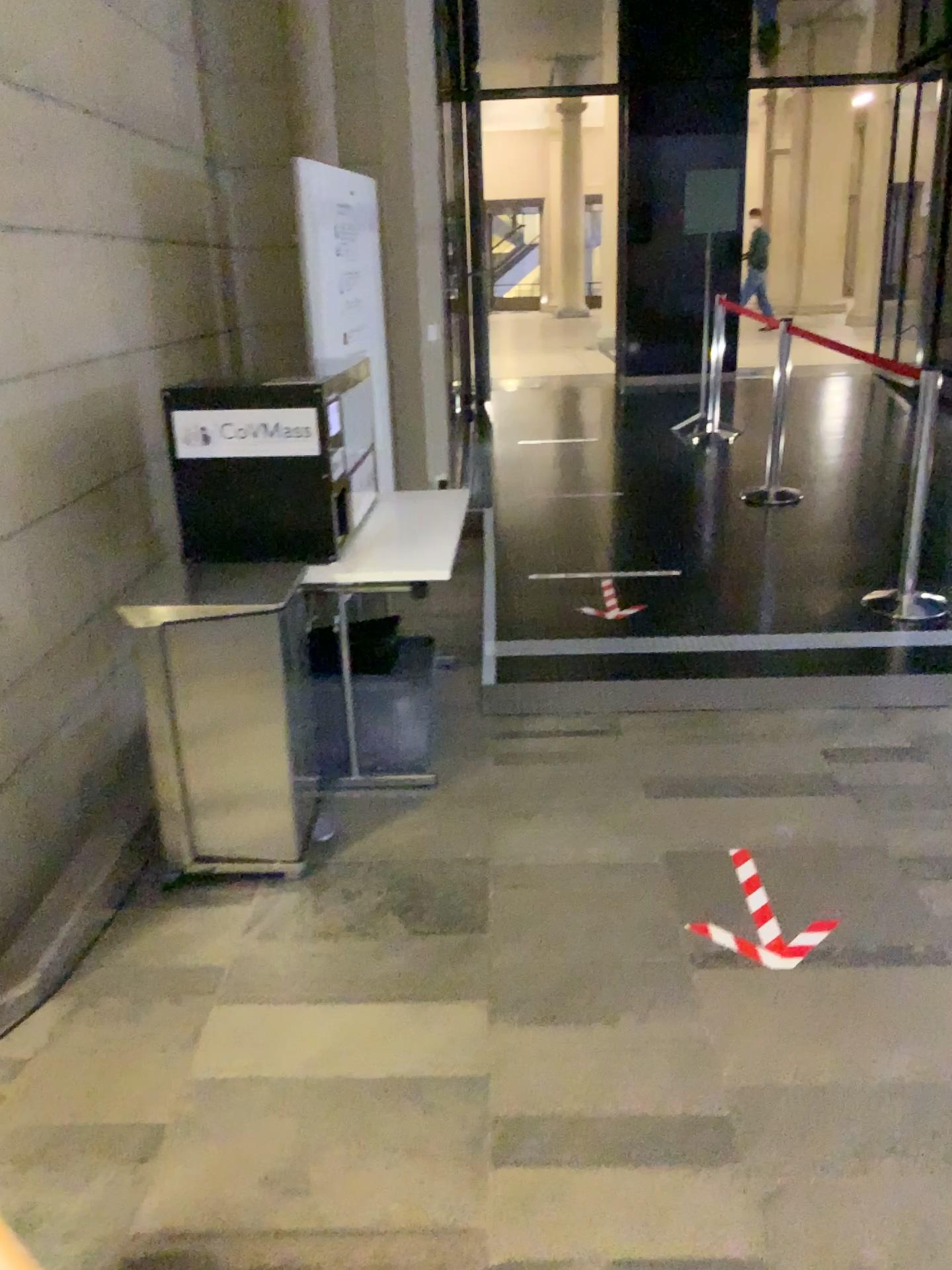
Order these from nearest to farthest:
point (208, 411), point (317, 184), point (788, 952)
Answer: point (788, 952)
point (208, 411)
point (317, 184)

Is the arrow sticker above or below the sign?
below

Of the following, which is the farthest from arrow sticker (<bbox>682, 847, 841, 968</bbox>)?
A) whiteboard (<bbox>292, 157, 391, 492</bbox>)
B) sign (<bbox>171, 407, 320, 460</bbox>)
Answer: whiteboard (<bbox>292, 157, 391, 492</bbox>)

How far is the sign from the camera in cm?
298

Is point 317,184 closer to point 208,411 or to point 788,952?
point 208,411

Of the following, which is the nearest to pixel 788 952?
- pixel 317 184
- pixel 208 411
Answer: pixel 208 411

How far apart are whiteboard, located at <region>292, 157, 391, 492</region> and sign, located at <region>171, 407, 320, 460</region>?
1.5m

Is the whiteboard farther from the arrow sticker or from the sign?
the arrow sticker

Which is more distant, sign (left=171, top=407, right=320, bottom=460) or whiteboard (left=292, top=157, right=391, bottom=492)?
whiteboard (left=292, top=157, right=391, bottom=492)

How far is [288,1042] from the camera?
2.2m
